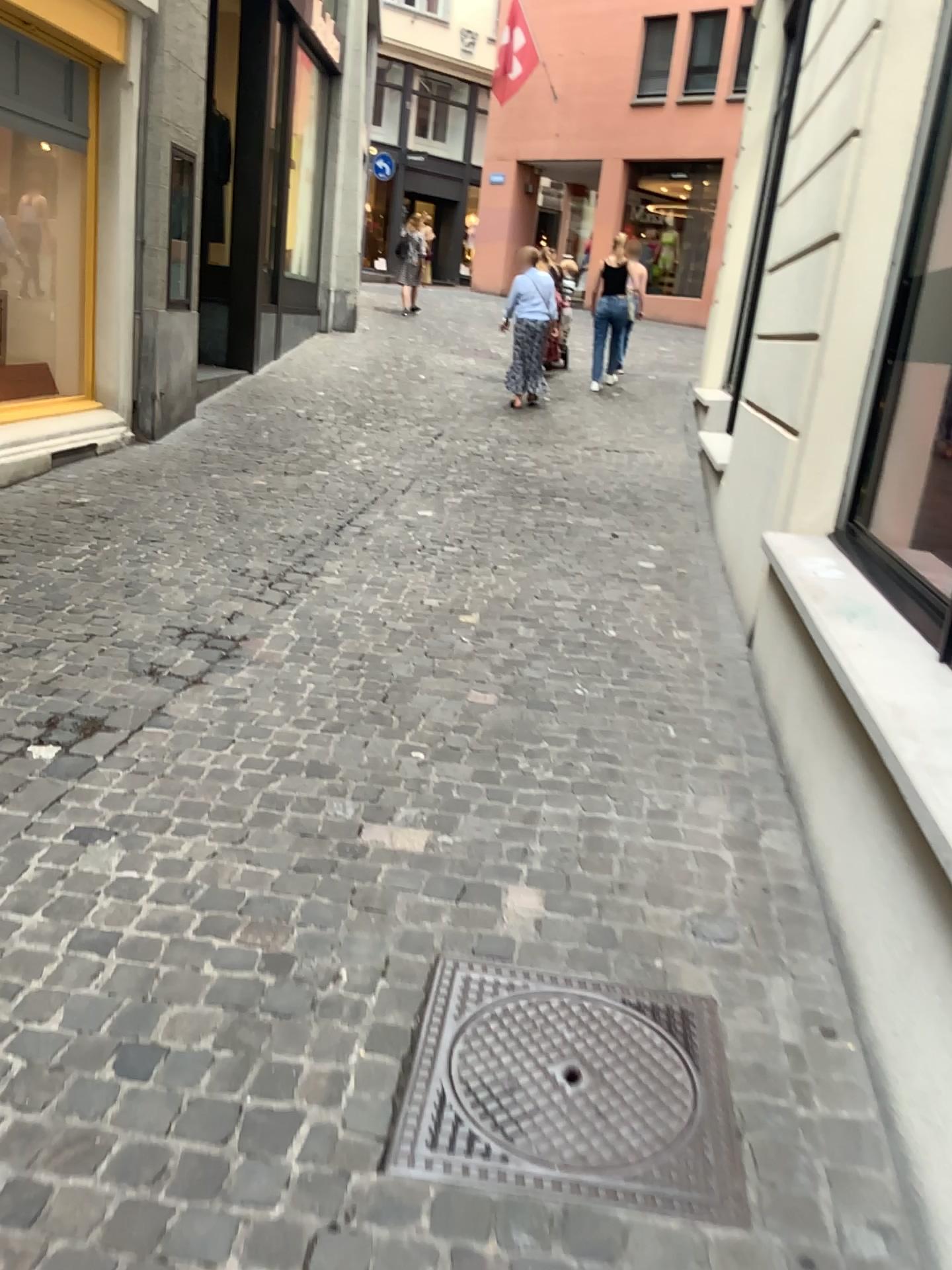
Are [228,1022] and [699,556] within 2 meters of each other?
no
